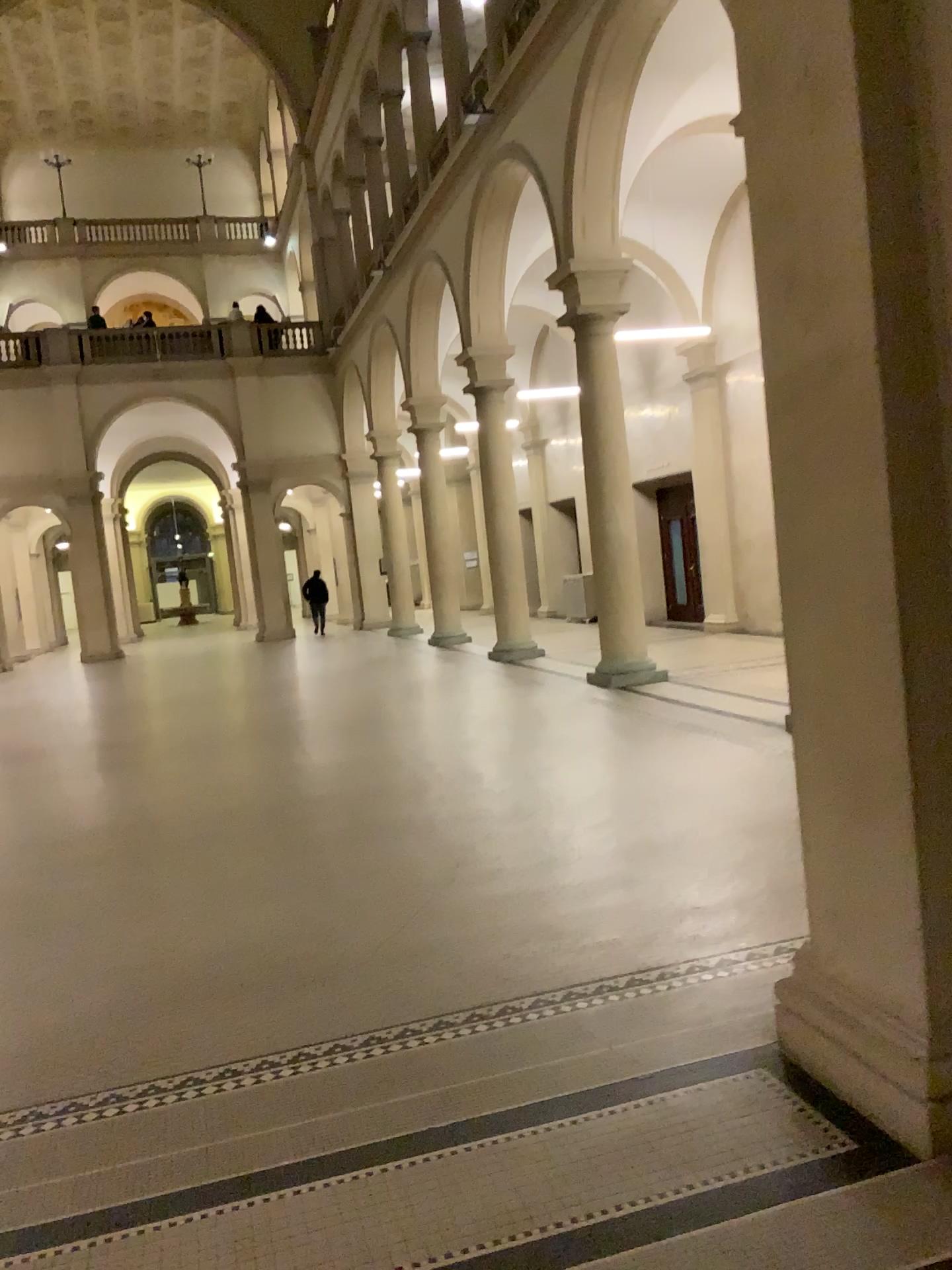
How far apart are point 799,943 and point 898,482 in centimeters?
178cm
